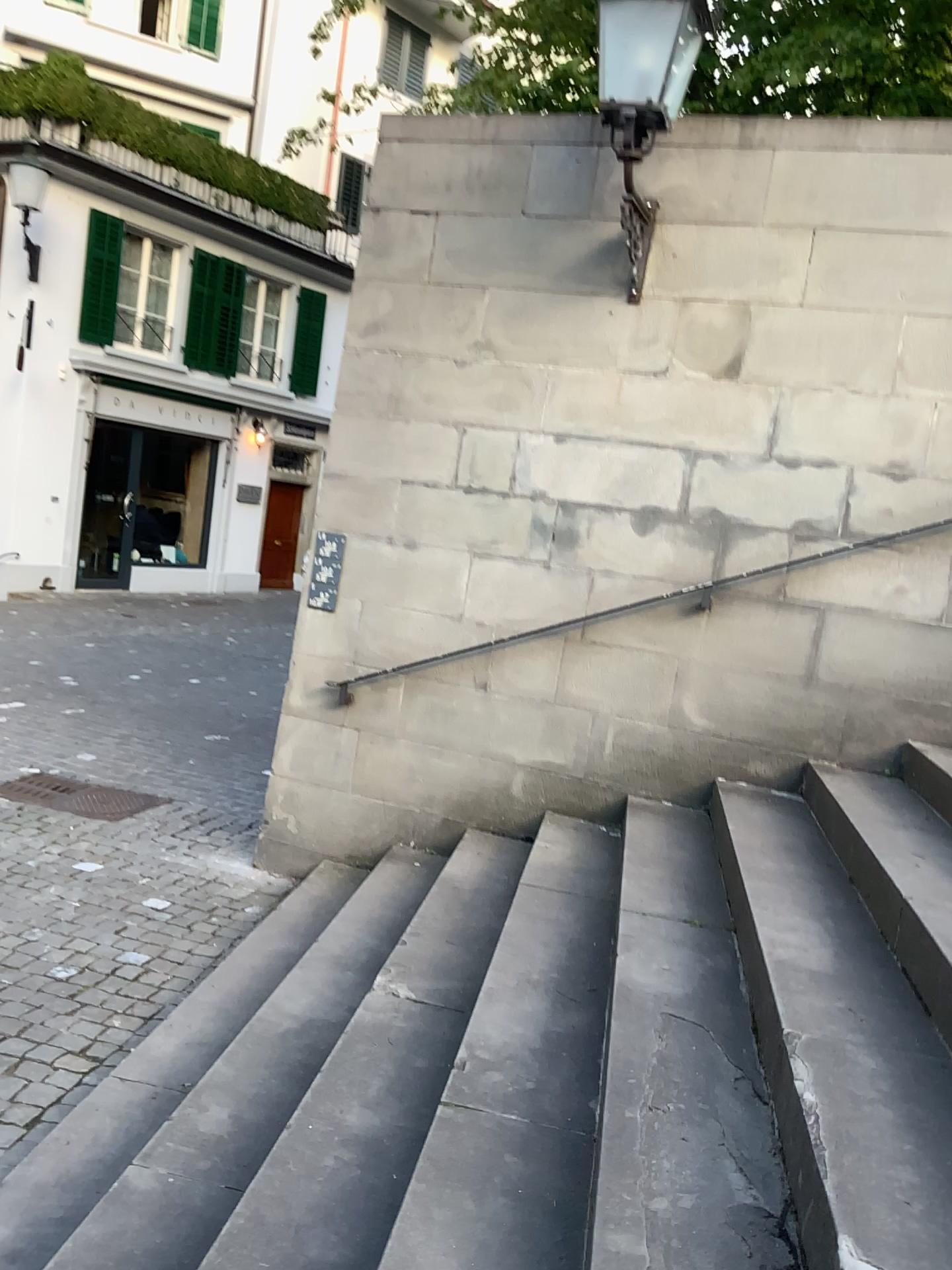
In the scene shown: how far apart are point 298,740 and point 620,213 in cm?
270
